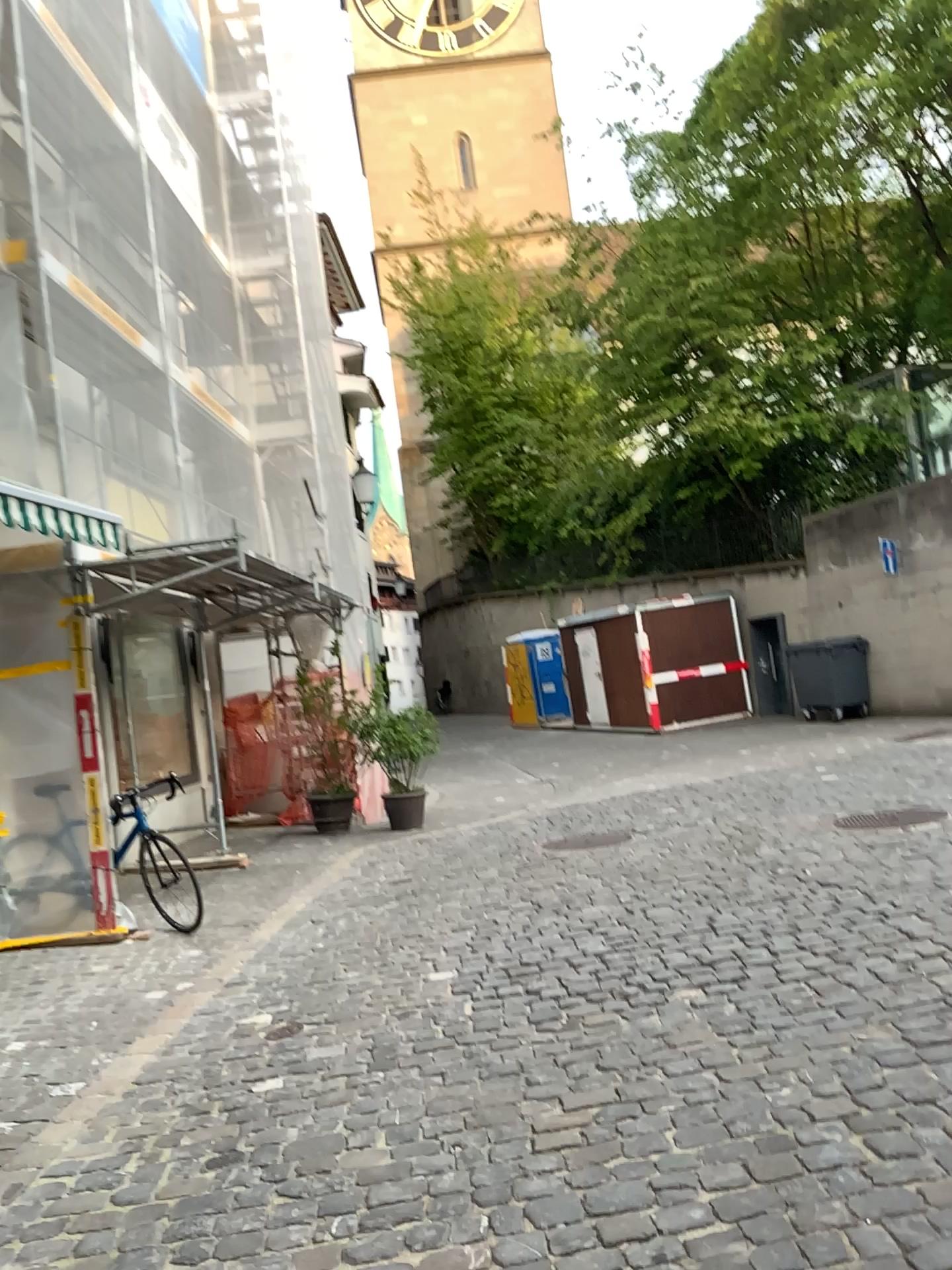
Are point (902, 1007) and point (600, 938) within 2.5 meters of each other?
yes
